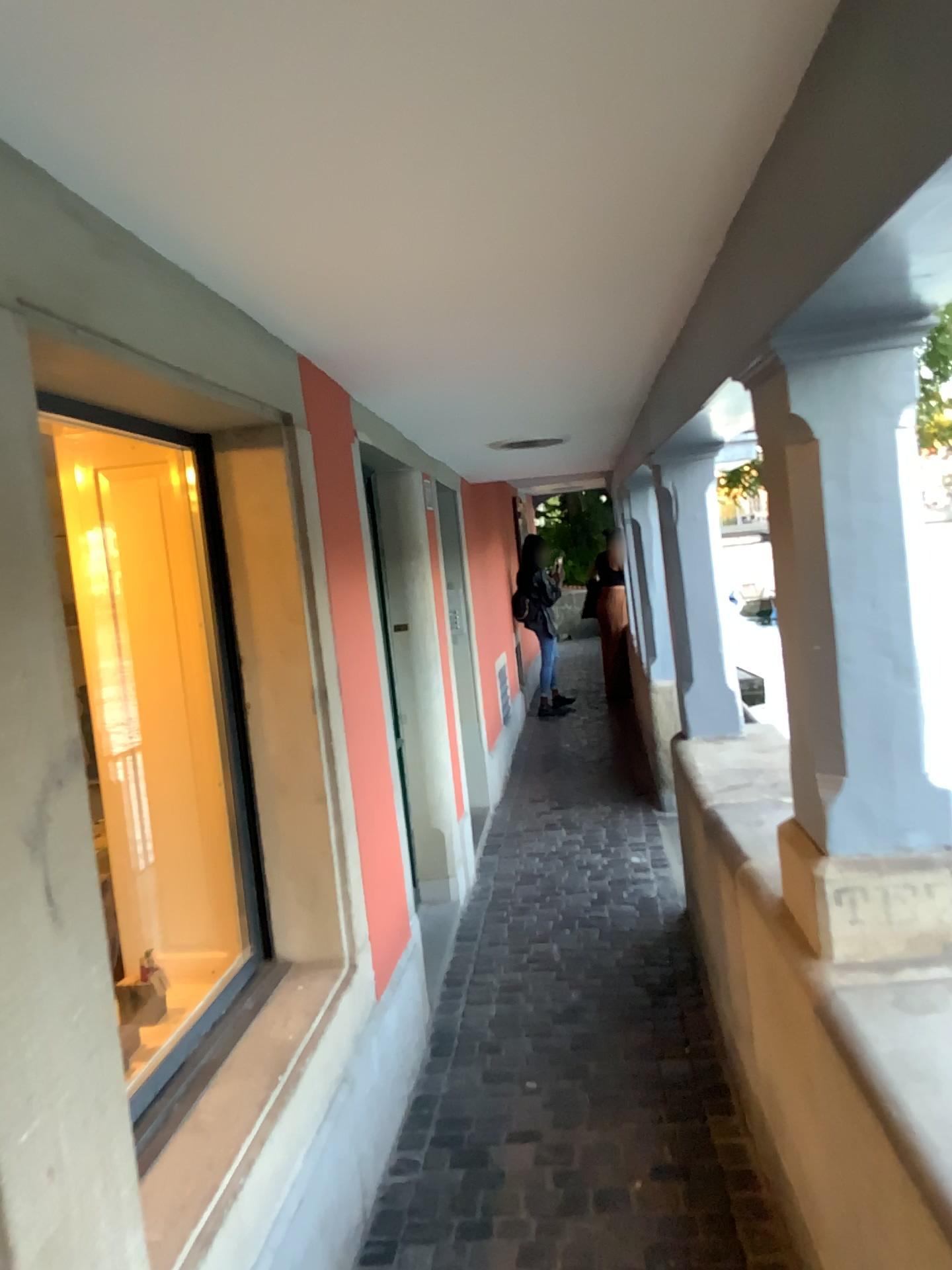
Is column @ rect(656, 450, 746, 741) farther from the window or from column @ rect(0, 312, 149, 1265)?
column @ rect(0, 312, 149, 1265)

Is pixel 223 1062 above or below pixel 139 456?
below

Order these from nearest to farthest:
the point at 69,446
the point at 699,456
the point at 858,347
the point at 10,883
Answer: the point at 10,883
the point at 858,347
the point at 69,446
the point at 699,456

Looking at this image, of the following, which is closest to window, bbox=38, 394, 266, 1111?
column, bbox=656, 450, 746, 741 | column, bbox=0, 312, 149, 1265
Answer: column, bbox=0, 312, 149, 1265

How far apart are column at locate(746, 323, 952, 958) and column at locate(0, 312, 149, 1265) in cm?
123

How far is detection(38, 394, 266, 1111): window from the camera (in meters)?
2.67

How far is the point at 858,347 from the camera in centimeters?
185cm

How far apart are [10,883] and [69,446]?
1.7m

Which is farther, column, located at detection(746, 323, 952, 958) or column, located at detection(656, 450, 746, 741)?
column, located at detection(656, 450, 746, 741)

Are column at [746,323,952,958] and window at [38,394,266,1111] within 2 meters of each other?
yes
